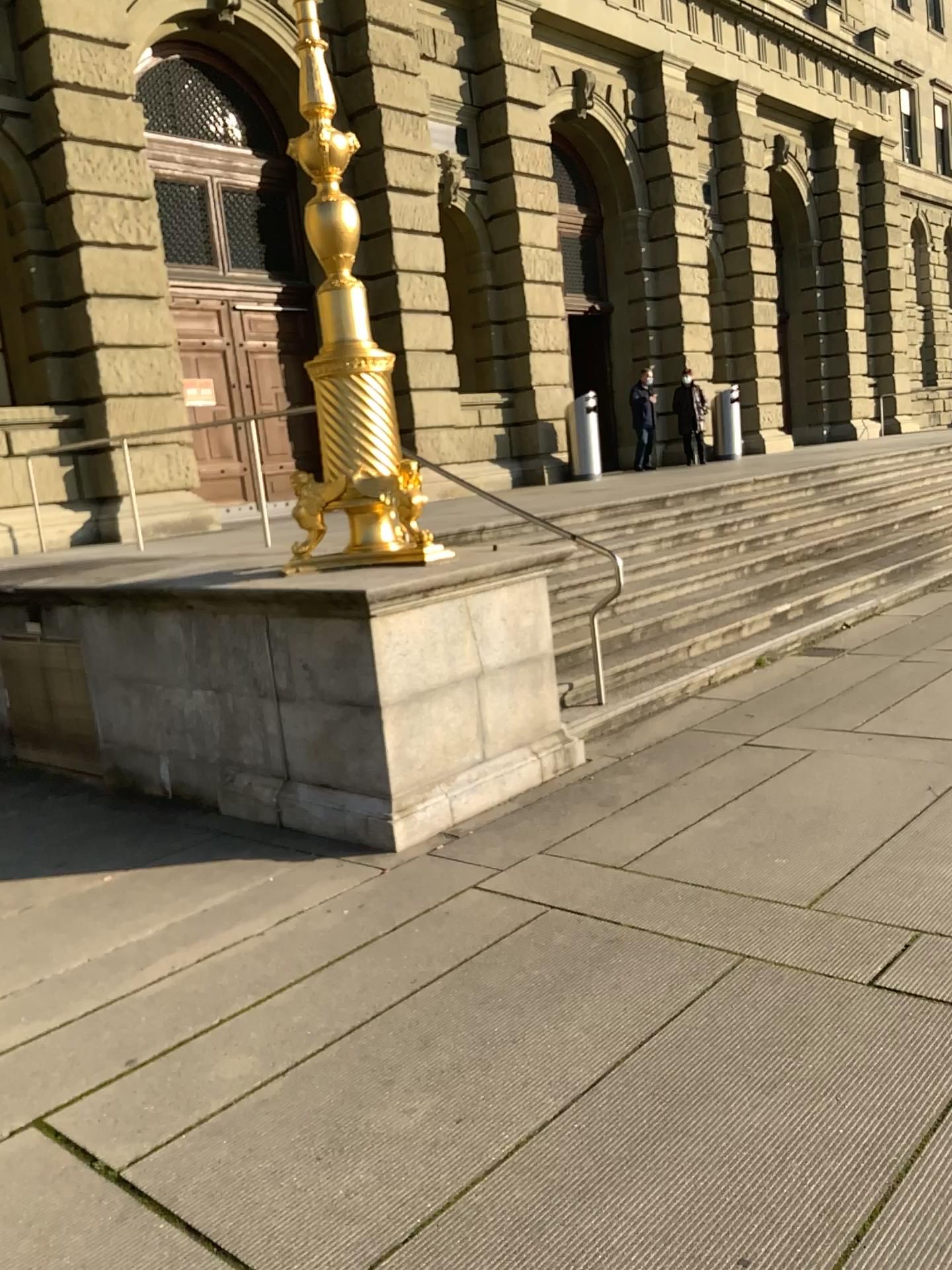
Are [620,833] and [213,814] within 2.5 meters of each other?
yes
